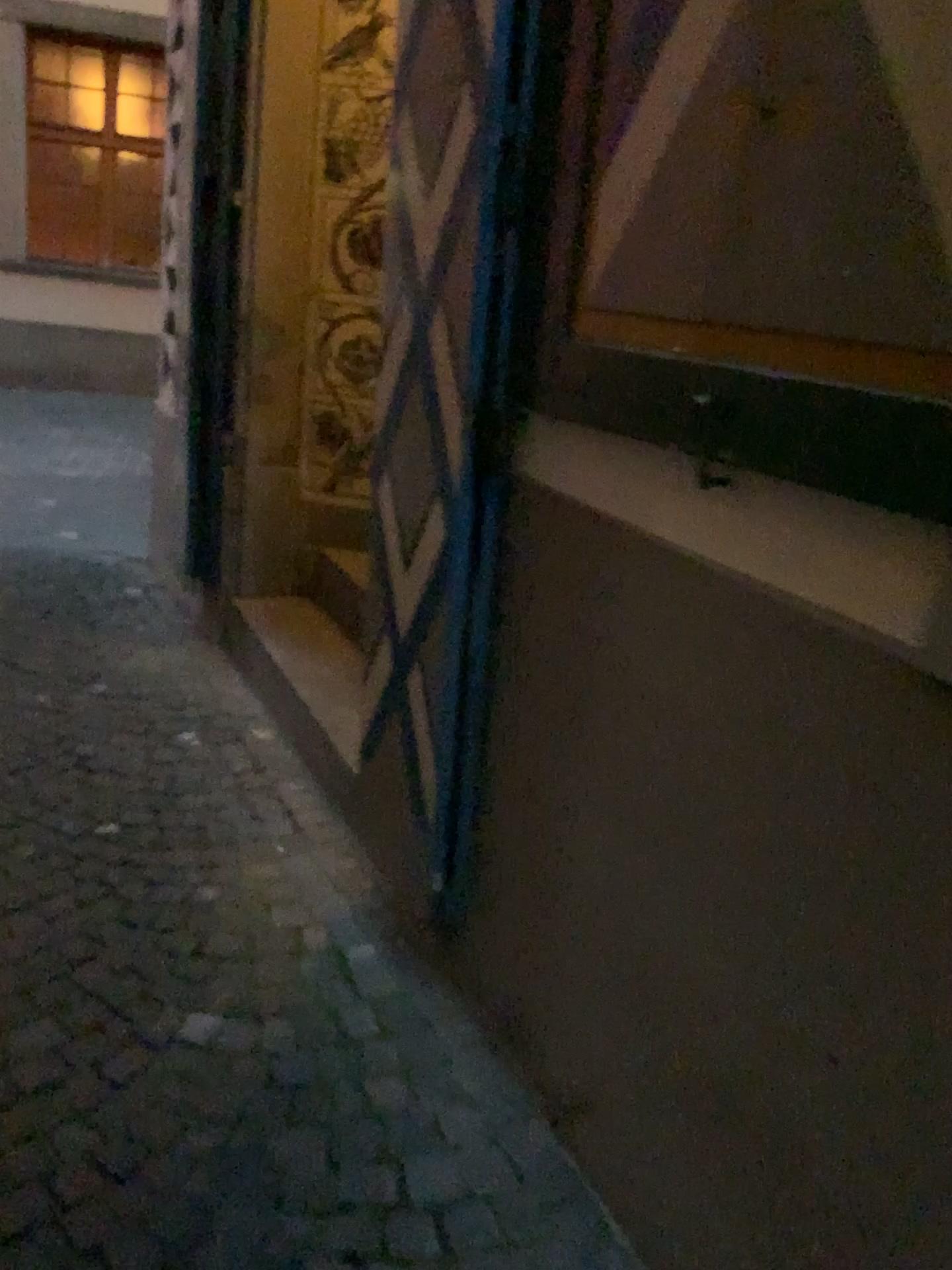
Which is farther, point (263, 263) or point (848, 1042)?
point (263, 263)

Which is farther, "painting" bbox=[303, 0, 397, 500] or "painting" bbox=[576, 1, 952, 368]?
"painting" bbox=[303, 0, 397, 500]

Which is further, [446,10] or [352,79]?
[352,79]

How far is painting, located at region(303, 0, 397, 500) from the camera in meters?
3.2

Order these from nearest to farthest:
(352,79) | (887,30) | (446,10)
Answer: (887,30) → (446,10) → (352,79)

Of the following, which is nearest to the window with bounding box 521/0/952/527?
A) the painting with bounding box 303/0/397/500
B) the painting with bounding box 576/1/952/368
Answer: the painting with bounding box 576/1/952/368

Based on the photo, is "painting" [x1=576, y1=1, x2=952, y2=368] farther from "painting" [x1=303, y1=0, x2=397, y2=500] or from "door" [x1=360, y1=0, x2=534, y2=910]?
"painting" [x1=303, y1=0, x2=397, y2=500]

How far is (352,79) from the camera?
3.2 meters

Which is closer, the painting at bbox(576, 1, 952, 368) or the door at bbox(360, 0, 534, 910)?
the painting at bbox(576, 1, 952, 368)

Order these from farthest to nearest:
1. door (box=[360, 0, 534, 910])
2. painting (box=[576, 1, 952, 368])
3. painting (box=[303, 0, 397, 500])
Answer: painting (box=[303, 0, 397, 500]) < door (box=[360, 0, 534, 910]) < painting (box=[576, 1, 952, 368])
